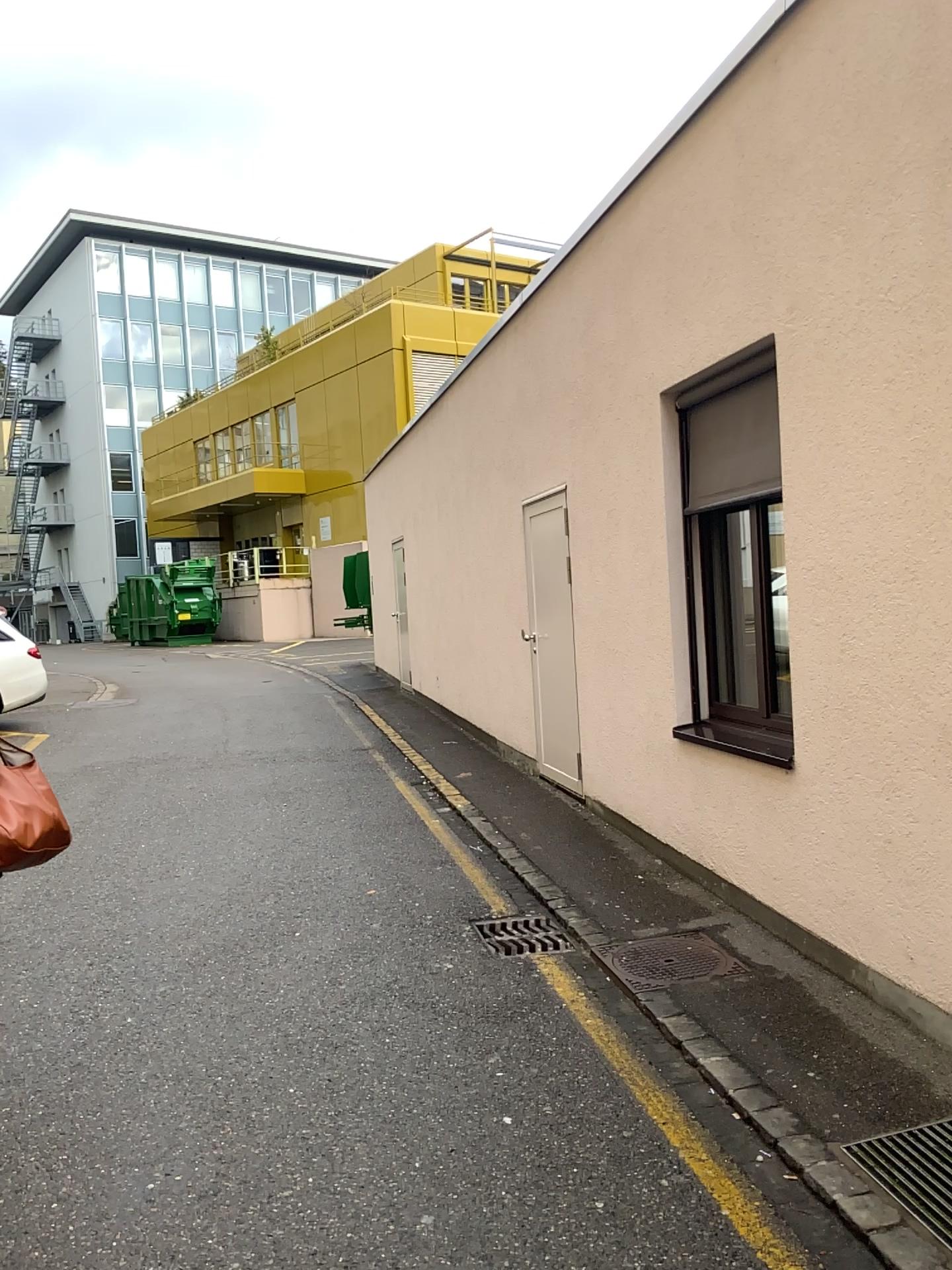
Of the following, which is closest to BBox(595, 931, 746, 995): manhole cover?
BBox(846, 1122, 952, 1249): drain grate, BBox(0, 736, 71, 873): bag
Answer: BBox(846, 1122, 952, 1249): drain grate

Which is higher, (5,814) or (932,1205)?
(5,814)

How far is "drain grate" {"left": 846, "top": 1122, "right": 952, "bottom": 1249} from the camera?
2.6m

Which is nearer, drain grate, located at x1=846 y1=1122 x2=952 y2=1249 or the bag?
drain grate, located at x1=846 y1=1122 x2=952 y2=1249

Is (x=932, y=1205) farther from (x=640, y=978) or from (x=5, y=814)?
(x=5, y=814)

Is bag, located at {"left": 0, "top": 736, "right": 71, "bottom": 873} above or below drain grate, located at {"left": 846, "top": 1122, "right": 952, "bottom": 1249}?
above

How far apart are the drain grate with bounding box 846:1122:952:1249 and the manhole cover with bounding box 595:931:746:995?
1.21m

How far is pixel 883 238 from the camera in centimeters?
340cm

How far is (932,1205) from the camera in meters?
2.6 m

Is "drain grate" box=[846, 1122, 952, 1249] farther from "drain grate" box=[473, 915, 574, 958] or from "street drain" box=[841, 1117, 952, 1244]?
"drain grate" box=[473, 915, 574, 958]
